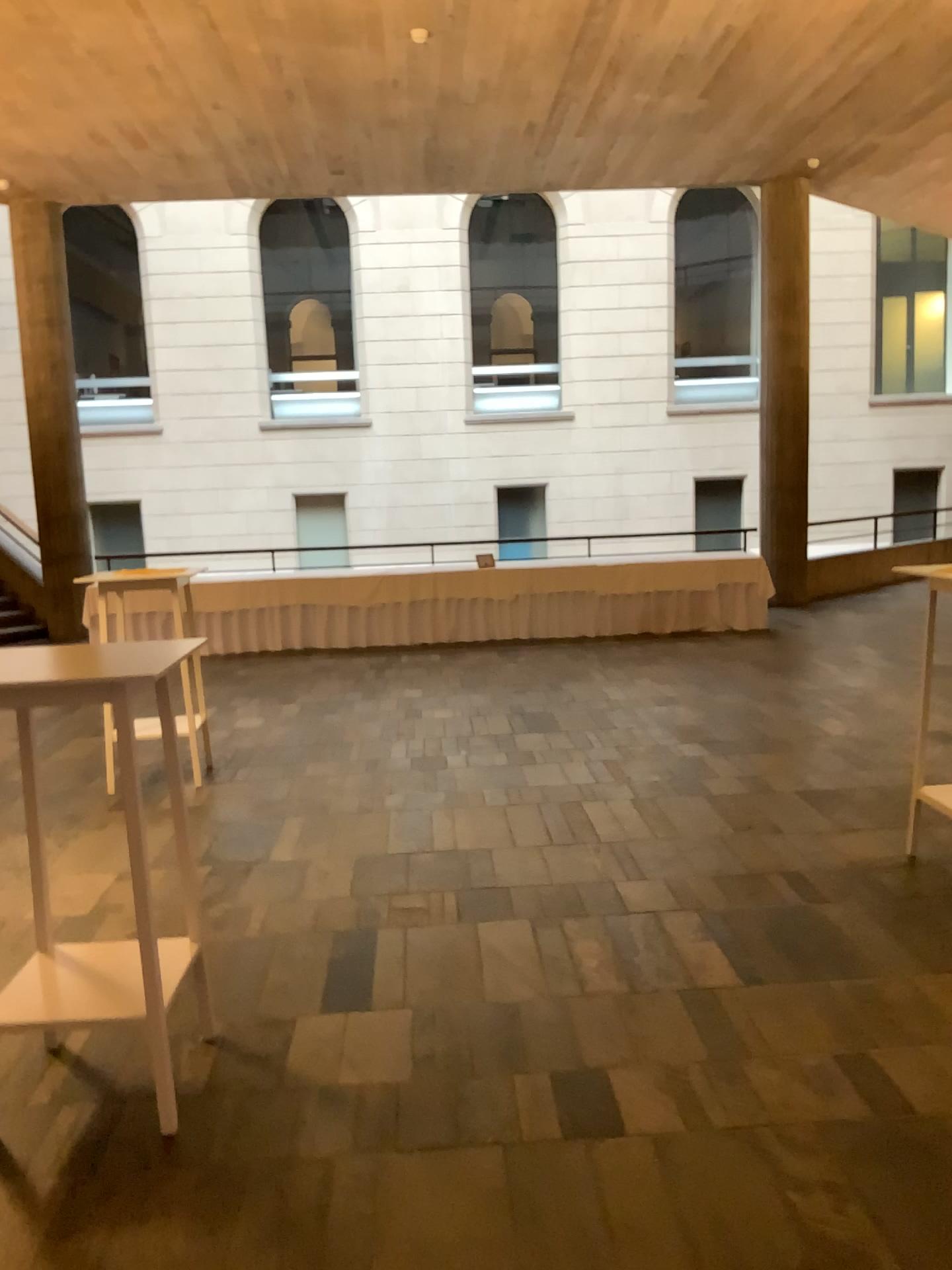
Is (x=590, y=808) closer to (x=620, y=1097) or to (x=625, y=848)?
(x=625, y=848)

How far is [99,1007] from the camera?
2.68m

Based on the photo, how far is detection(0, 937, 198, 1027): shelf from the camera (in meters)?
2.68
